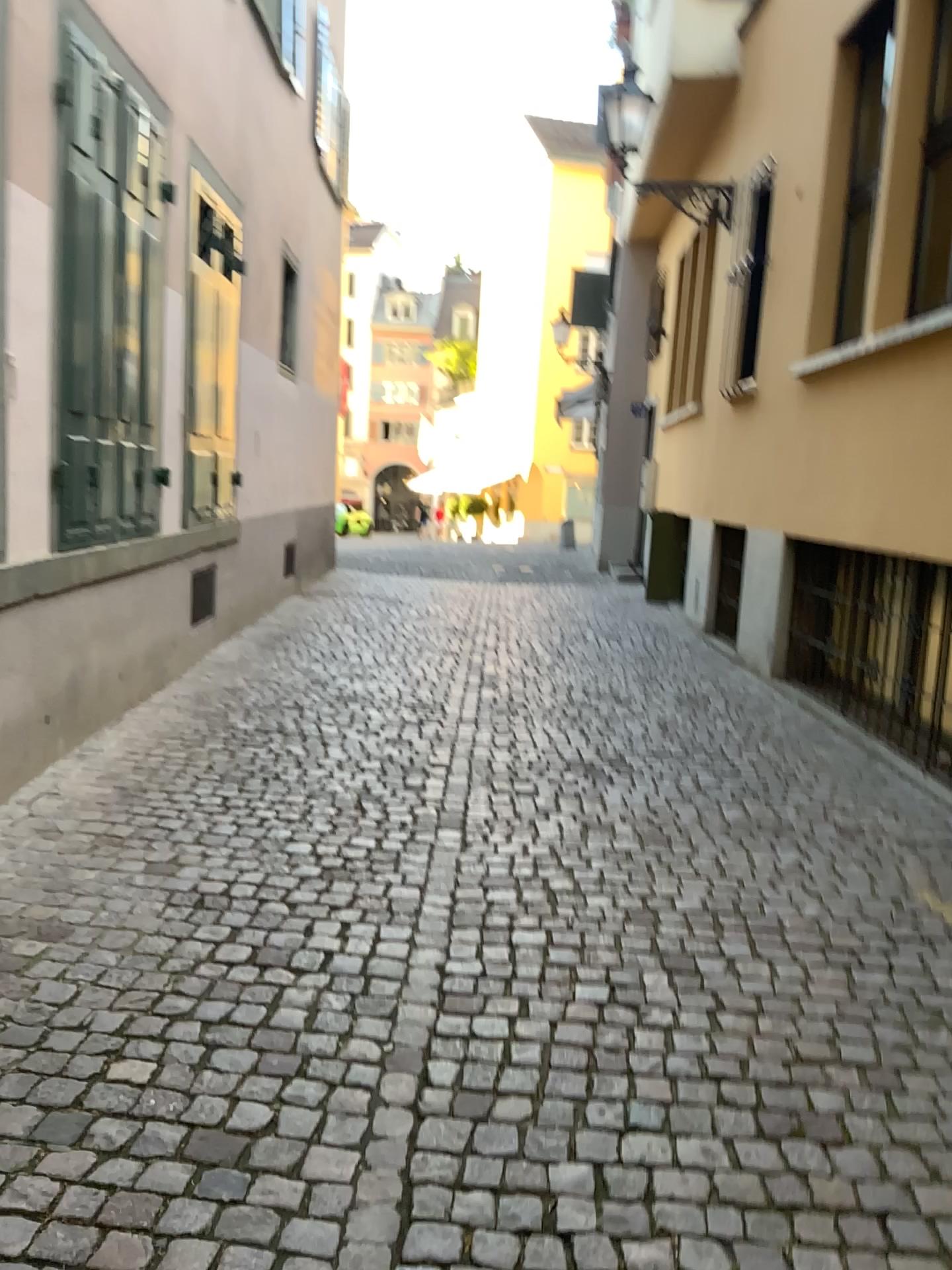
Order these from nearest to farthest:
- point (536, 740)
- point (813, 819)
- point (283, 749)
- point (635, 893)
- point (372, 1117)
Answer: point (372, 1117) → point (635, 893) → point (813, 819) → point (283, 749) → point (536, 740)
